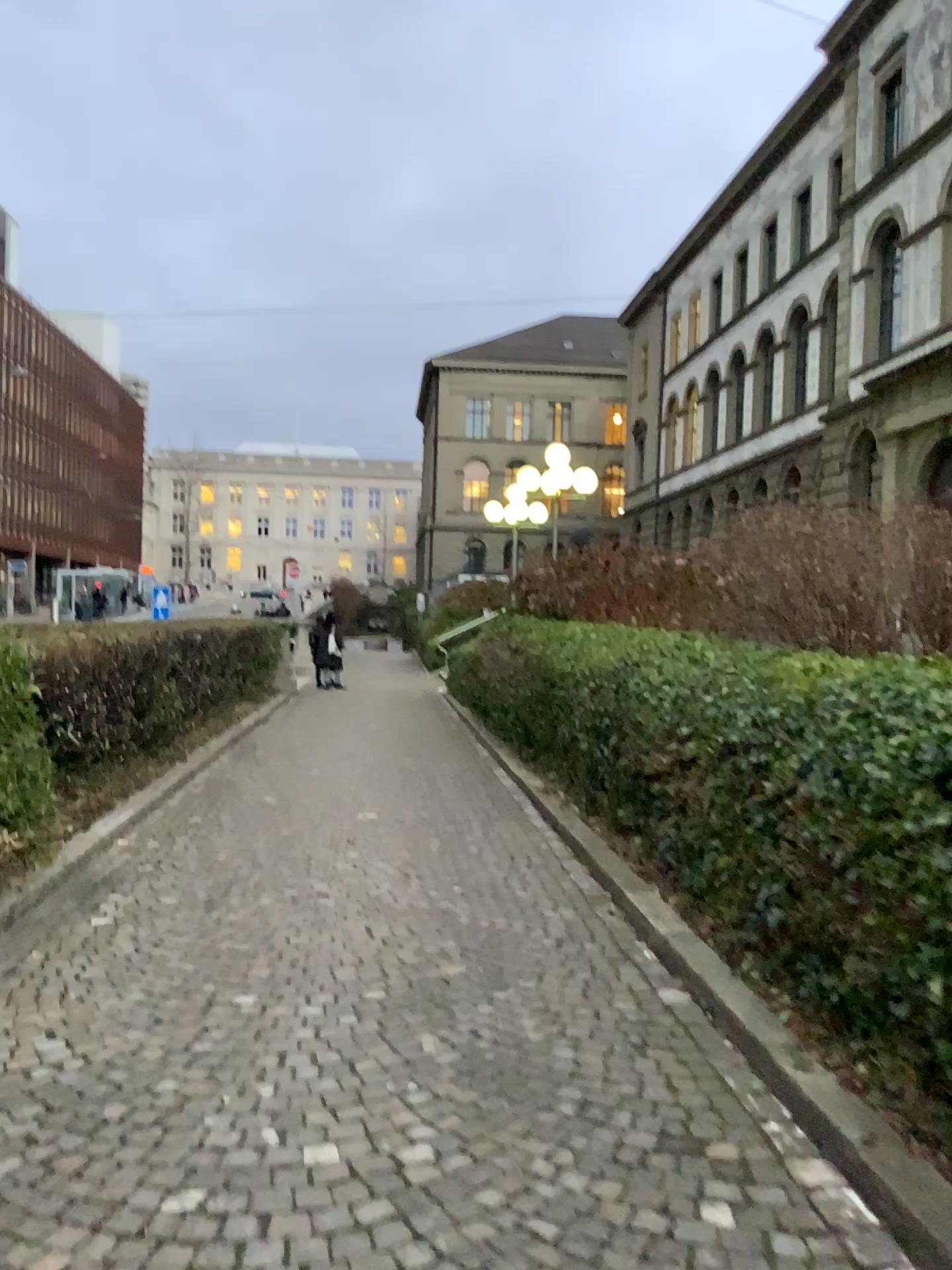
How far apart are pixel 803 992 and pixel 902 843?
0.68m
